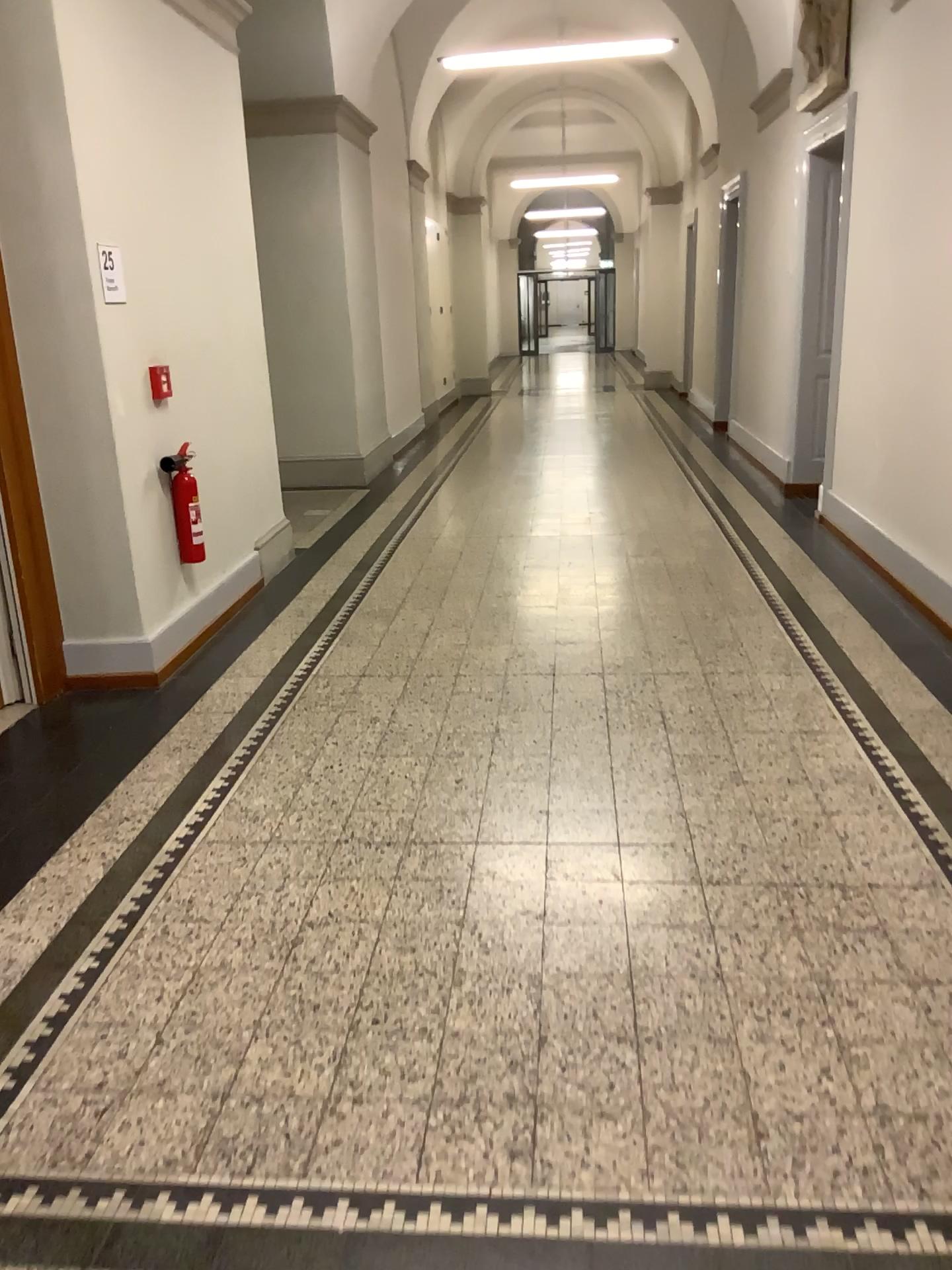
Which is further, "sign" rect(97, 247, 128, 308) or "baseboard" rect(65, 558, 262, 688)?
"baseboard" rect(65, 558, 262, 688)

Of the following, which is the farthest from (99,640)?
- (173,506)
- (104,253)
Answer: (104,253)

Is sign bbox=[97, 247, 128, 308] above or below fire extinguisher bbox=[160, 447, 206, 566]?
above

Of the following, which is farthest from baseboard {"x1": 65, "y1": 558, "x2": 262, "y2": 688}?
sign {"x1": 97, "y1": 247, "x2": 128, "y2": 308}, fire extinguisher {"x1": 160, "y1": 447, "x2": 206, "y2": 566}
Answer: sign {"x1": 97, "y1": 247, "x2": 128, "y2": 308}

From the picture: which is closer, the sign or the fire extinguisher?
the sign

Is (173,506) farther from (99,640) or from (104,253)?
(104,253)

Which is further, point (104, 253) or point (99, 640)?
point (99, 640)

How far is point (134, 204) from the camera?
4.43m

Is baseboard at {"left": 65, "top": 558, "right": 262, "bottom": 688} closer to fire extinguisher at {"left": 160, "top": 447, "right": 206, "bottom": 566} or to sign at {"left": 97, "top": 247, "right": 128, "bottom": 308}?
fire extinguisher at {"left": 160, "top": 447, "right": 206, "bottom": 566}

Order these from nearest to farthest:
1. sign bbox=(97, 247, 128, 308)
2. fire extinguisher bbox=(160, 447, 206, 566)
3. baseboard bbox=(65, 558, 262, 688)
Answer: sign bbox=(97, 247, 128, 308) < baseboard bbox=(65, 558, 262, 688) < fire extinguisher bbox=(160, 447, 206, 566)
